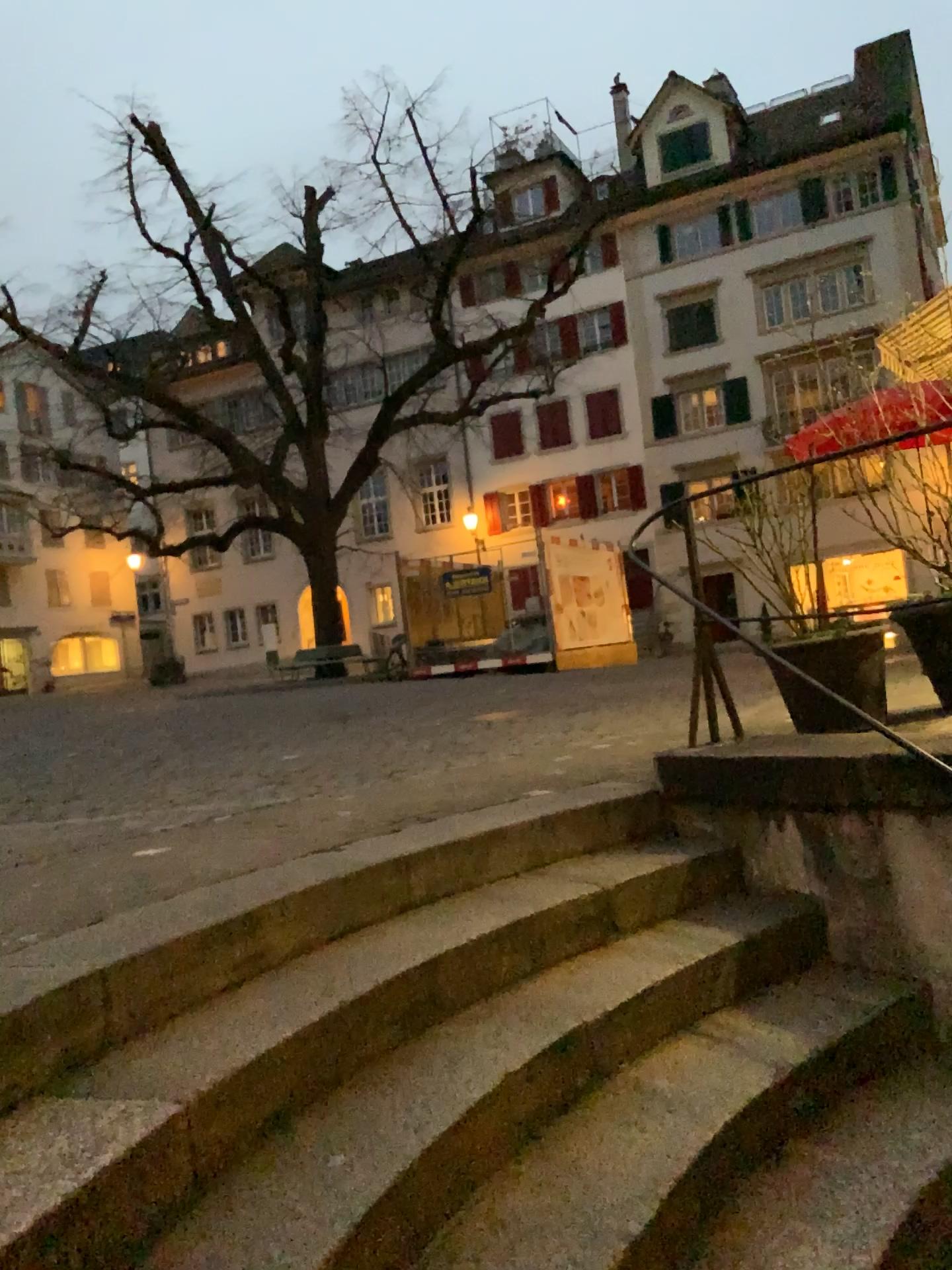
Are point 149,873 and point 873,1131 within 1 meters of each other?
no
